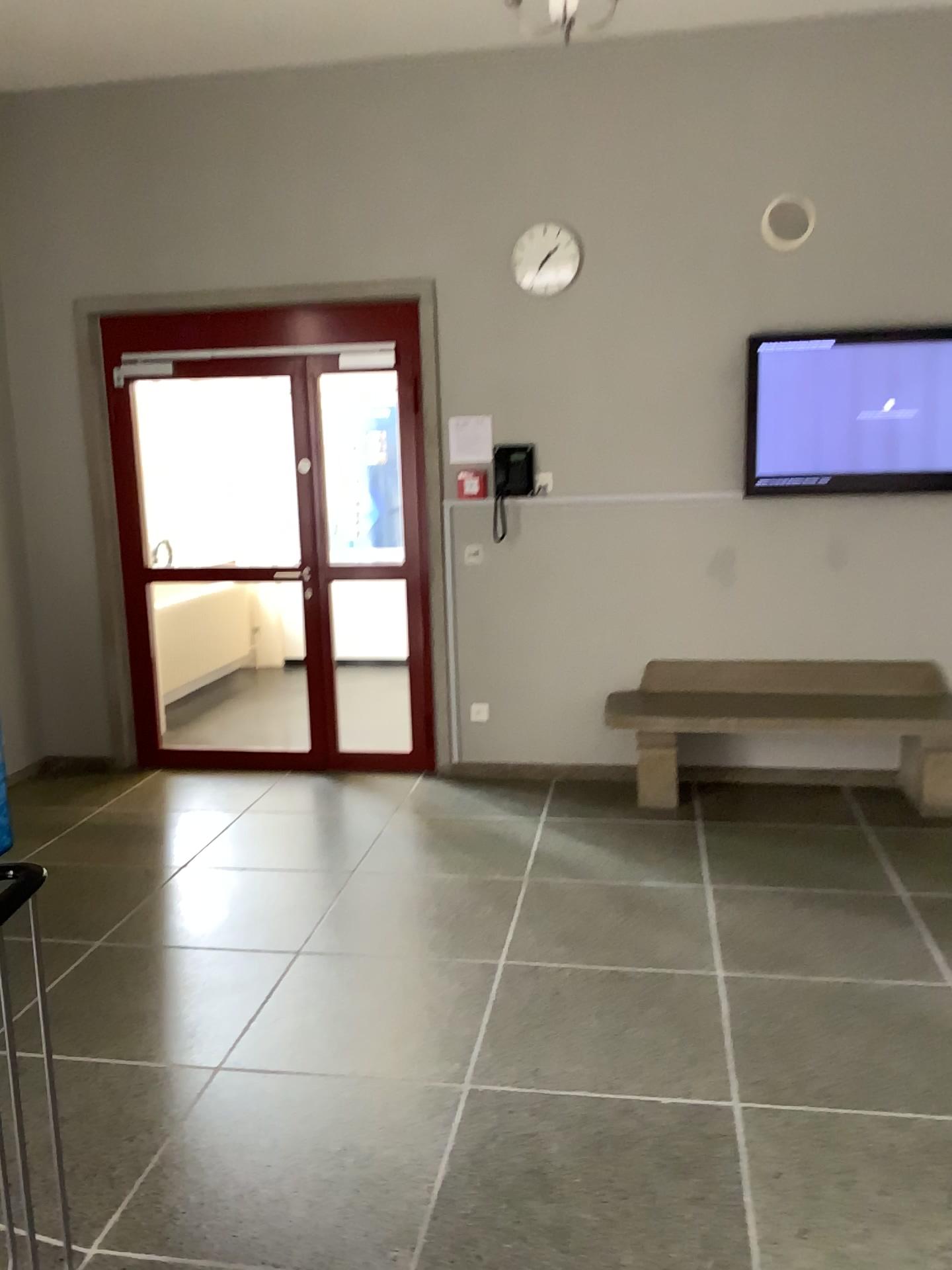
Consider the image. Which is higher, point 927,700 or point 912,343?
point 912,343

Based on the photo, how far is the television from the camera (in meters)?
4.74

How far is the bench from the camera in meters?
4.8 m

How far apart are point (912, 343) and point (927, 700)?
1.62m

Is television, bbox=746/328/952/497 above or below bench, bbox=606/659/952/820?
above

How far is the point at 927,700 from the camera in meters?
4.8 m

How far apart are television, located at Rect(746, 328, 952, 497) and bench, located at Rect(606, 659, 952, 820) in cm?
85

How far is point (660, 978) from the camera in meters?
3.3
